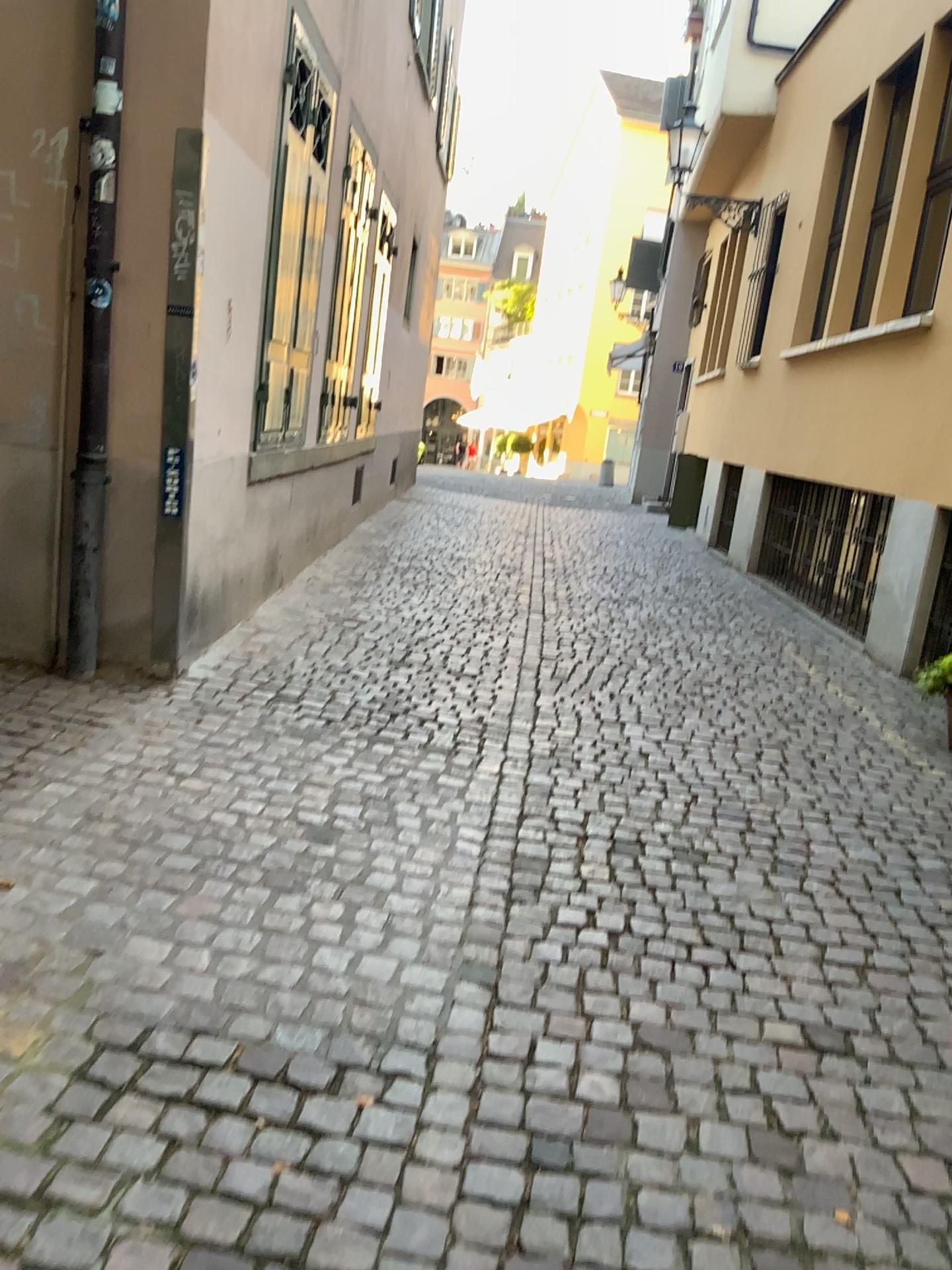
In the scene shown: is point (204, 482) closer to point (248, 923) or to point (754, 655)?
point (248, 923)
